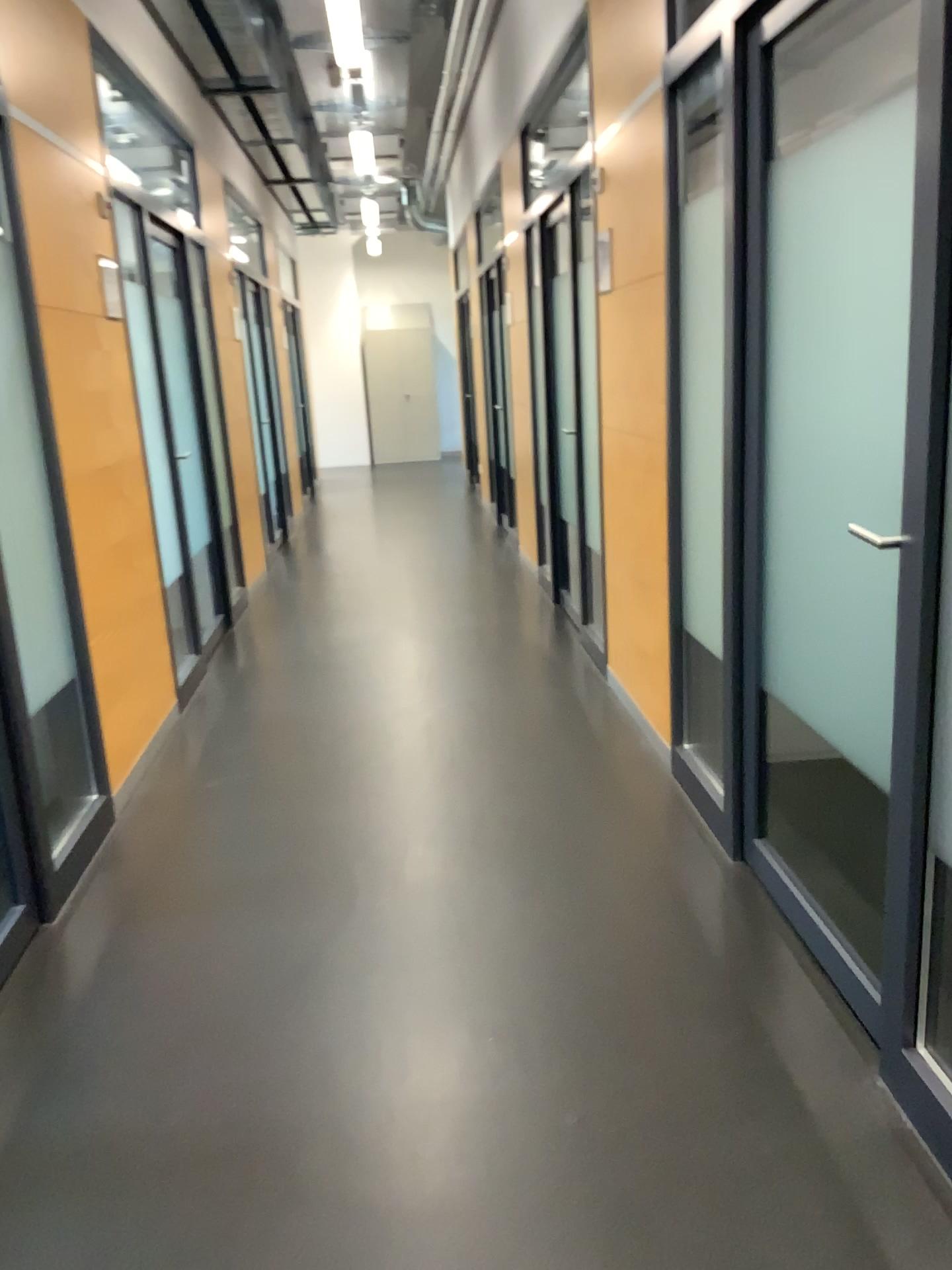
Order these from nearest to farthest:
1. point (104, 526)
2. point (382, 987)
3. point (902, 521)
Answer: point (902, 521)
point (382, 987)
point (104, 526)
